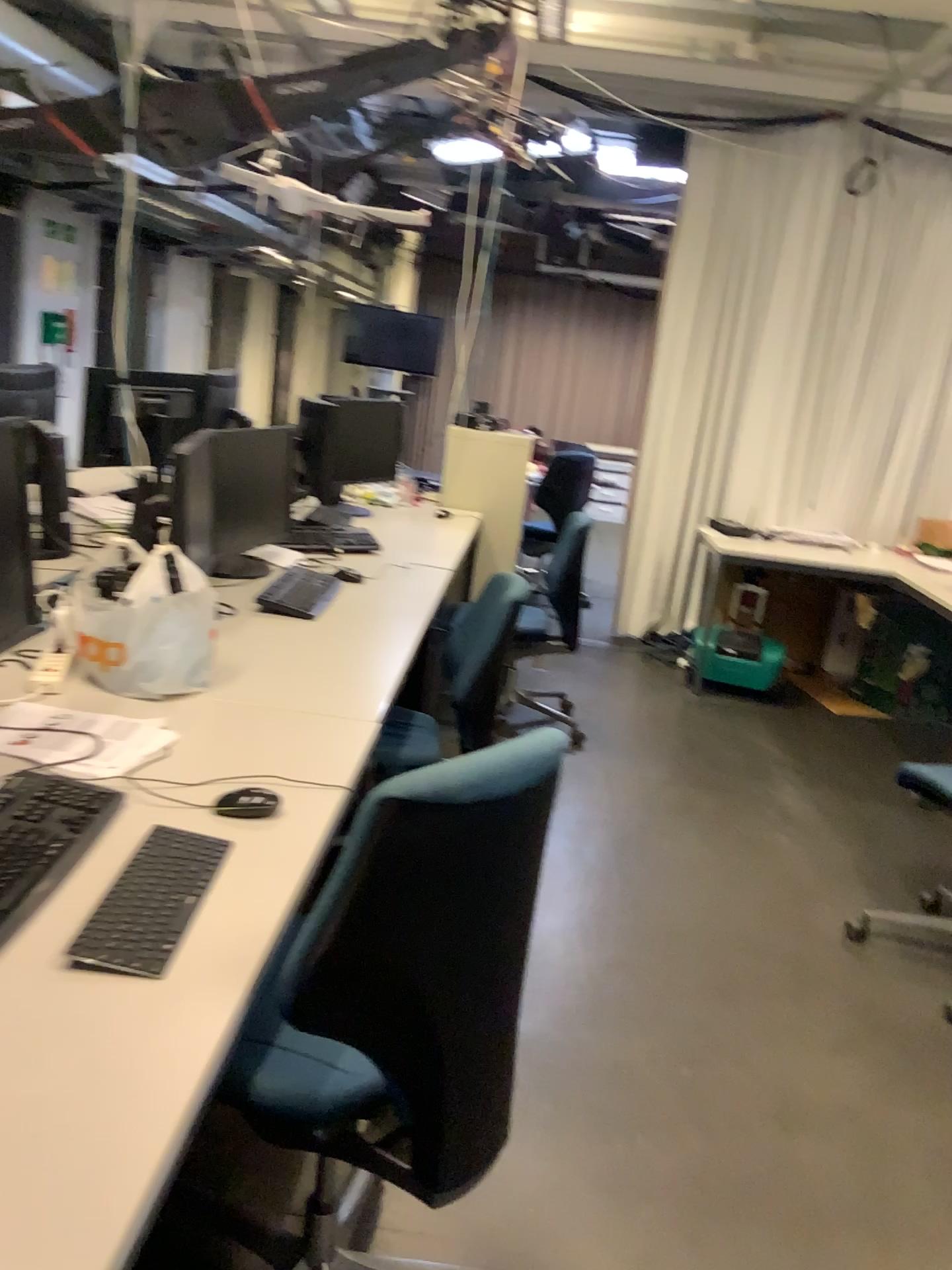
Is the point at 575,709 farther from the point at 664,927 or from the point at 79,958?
the point at 79,958

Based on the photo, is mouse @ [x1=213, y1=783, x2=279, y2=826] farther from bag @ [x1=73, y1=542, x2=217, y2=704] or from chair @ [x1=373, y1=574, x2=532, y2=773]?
chair @ [x1=373, y1=574, x2=532, y2=773]

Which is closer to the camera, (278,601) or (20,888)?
(20,888)

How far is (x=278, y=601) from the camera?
2.79m

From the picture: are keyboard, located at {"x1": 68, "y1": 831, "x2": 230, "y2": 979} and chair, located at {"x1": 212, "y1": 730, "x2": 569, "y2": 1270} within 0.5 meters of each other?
yes

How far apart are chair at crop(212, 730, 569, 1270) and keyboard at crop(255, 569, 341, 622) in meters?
1.4 m

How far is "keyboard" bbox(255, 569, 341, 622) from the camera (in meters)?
2.79

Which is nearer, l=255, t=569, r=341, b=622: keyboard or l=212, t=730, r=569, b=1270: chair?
l=212, t=730, r=569, b=1270: chair

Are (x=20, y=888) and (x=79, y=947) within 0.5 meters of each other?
yes

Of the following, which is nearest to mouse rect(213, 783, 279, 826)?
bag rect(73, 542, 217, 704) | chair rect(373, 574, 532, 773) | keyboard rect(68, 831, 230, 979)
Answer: keyboard rect(68, 831, 230, 979)
